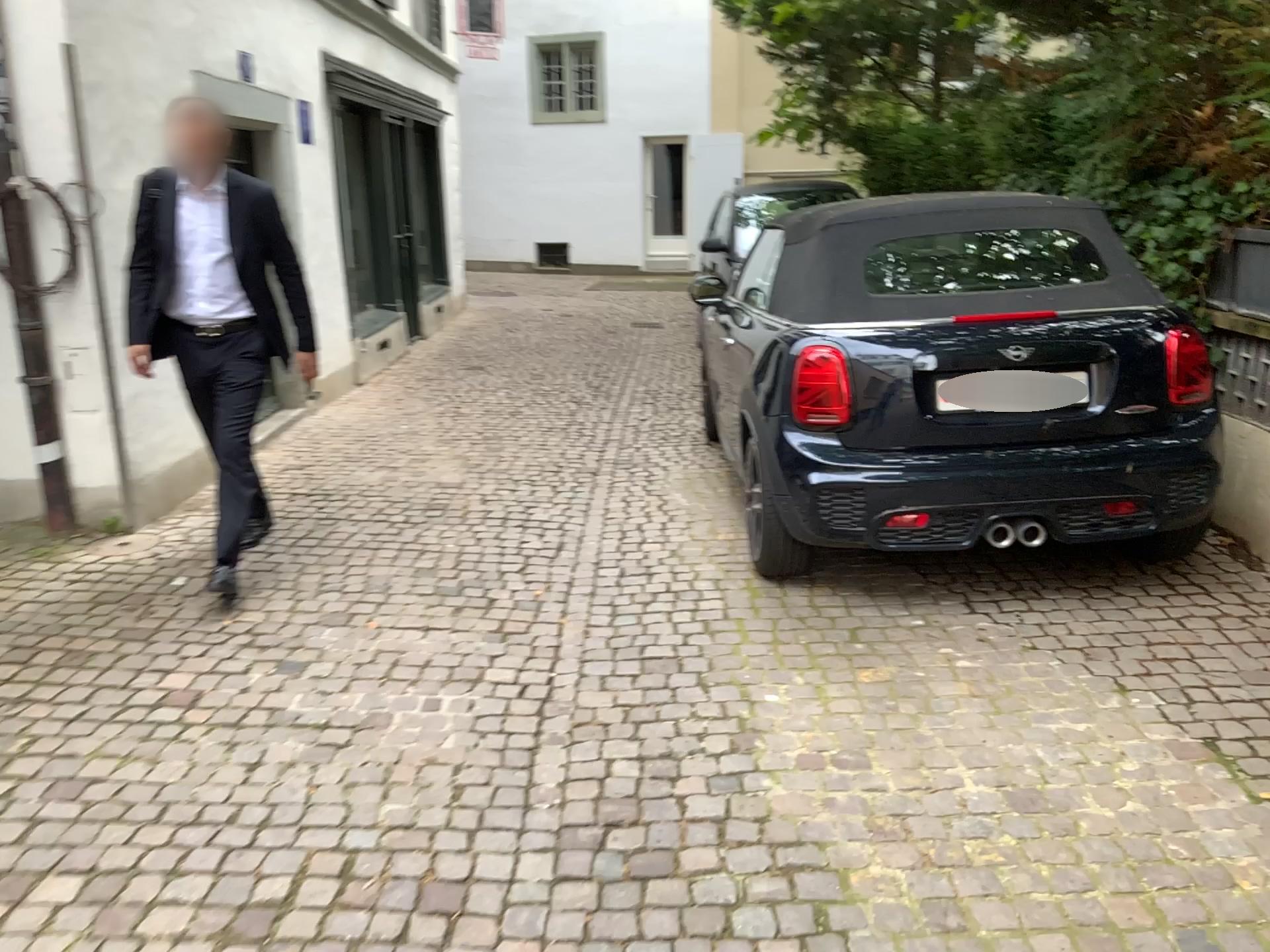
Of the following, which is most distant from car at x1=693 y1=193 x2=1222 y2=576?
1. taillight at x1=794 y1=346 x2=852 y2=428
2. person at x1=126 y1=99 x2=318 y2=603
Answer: person at x1=126 y1=99 x2=318 y2=603

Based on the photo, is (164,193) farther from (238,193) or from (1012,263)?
(1012,263)

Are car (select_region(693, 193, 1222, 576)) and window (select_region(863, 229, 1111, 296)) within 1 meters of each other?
yes

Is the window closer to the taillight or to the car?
the car

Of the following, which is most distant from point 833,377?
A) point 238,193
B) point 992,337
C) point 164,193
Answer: point 164,193

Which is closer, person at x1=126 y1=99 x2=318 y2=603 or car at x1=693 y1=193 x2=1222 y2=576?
car at x1=693 y1=193 x2=1222 y2=576

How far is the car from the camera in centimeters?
357cm

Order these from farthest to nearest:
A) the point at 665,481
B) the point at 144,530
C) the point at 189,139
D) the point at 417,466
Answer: the point at 417,466 → the point at 665,481 → the point at 144,530 → the point at 189,139

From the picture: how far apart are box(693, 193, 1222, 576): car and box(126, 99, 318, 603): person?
1.9m

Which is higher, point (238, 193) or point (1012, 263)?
point (238, 193)
